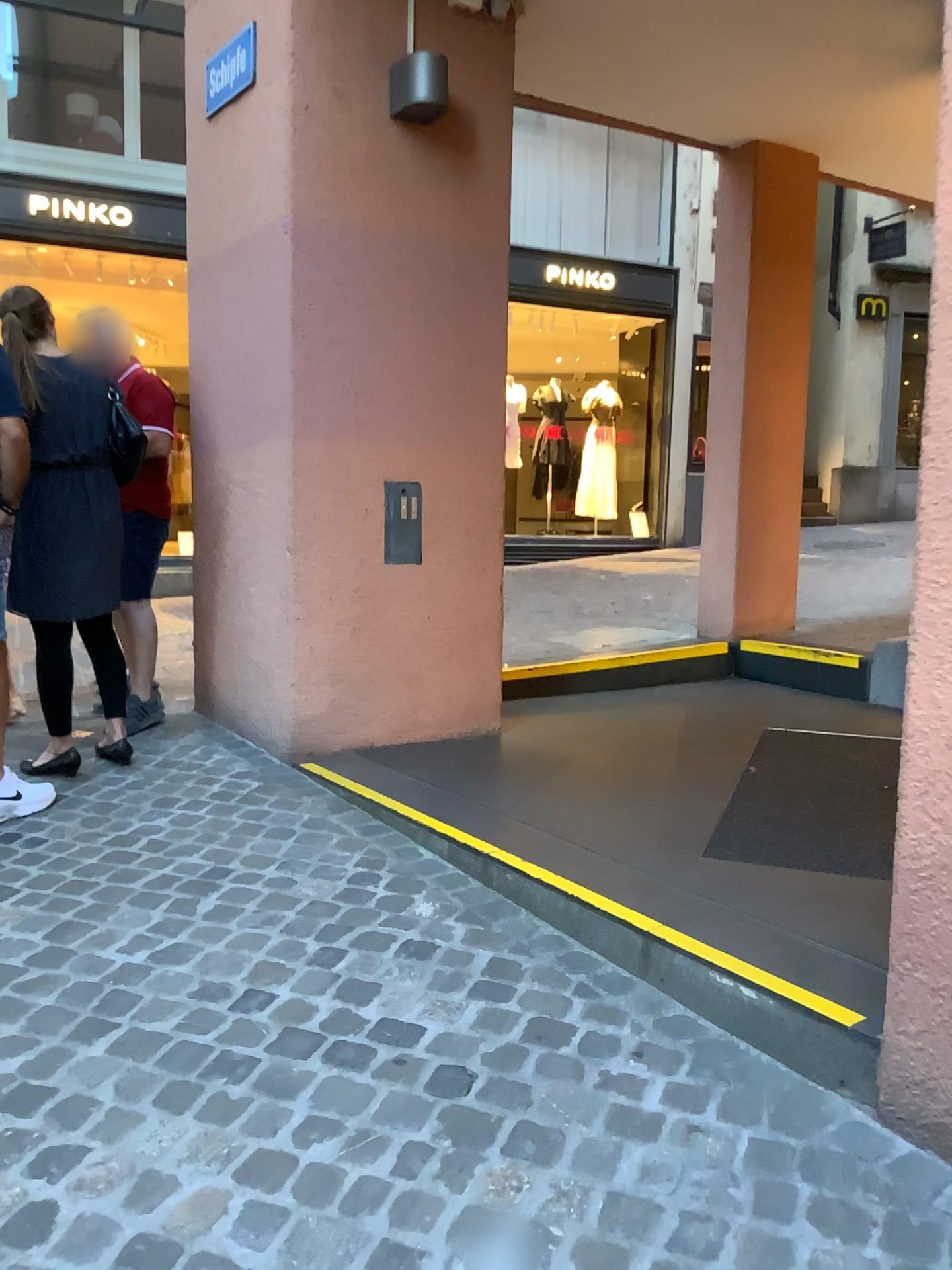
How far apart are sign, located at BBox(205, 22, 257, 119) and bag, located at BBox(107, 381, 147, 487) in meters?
1.2

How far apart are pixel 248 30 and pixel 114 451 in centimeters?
160cm

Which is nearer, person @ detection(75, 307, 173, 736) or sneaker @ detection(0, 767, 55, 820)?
sneaker @ detection(0, 767, 55, 820)

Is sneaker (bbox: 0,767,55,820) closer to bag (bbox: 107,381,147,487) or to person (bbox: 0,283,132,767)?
person (bbox: 0,283,132,767)

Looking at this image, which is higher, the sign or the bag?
the sign

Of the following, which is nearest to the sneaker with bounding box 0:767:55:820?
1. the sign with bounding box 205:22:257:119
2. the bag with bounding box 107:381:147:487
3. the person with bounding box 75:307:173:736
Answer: the person with bounding box 75:307:173:736

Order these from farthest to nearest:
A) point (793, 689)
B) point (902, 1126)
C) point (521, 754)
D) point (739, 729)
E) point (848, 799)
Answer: point (793, 689) → point (739, 729) → point (521, 754) → point (848, 799) → point (902, 1126)

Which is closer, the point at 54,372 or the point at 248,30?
the point at 54,372

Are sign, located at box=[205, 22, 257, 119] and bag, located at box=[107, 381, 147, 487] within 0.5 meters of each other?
no

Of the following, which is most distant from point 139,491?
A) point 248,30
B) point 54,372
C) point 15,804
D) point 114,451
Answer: point 248,30
